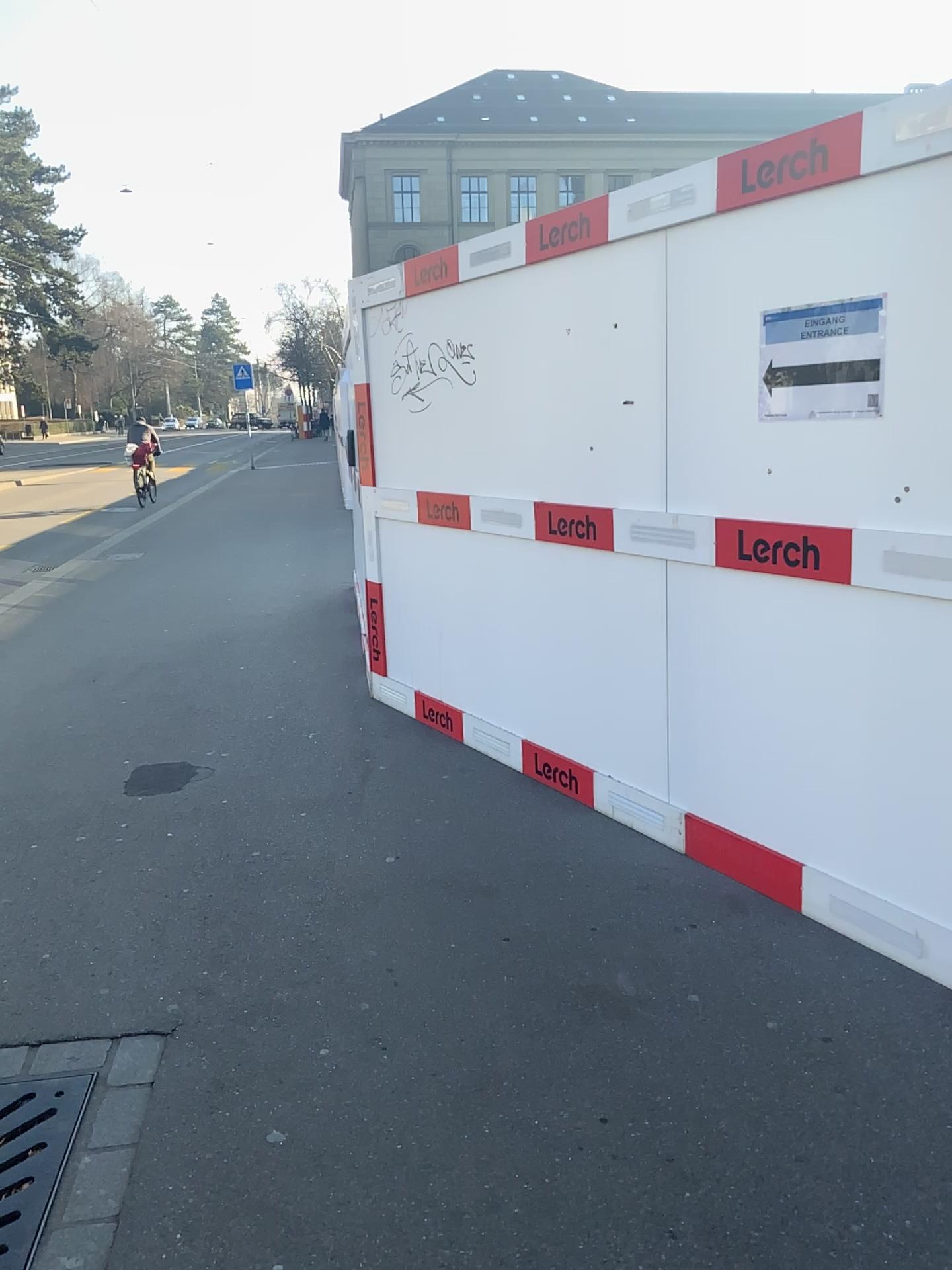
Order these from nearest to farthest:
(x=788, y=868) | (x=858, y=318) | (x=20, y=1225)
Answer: (x=20, y=1225), (x=858, y=318), (x=788, y=868)

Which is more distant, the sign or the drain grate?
the sign

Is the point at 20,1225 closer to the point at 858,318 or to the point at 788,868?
the point at 788,868

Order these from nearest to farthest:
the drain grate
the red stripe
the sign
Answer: the drain grate → the sign → the red stripe

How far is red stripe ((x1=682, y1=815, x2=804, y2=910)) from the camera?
3.1m

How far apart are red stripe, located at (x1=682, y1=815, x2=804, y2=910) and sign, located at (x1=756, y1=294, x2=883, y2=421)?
1.3 meters

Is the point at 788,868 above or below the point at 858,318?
below

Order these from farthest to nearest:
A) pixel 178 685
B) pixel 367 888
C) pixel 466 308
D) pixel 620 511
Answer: pixel 178 685
pixel 466 308
pixel 620 511
pixel 367 888

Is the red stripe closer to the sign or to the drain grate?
the sign

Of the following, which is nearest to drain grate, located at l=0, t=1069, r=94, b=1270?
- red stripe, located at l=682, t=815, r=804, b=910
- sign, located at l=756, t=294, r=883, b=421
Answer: red stripe, located at l=682, t=815, r=804, b=910
